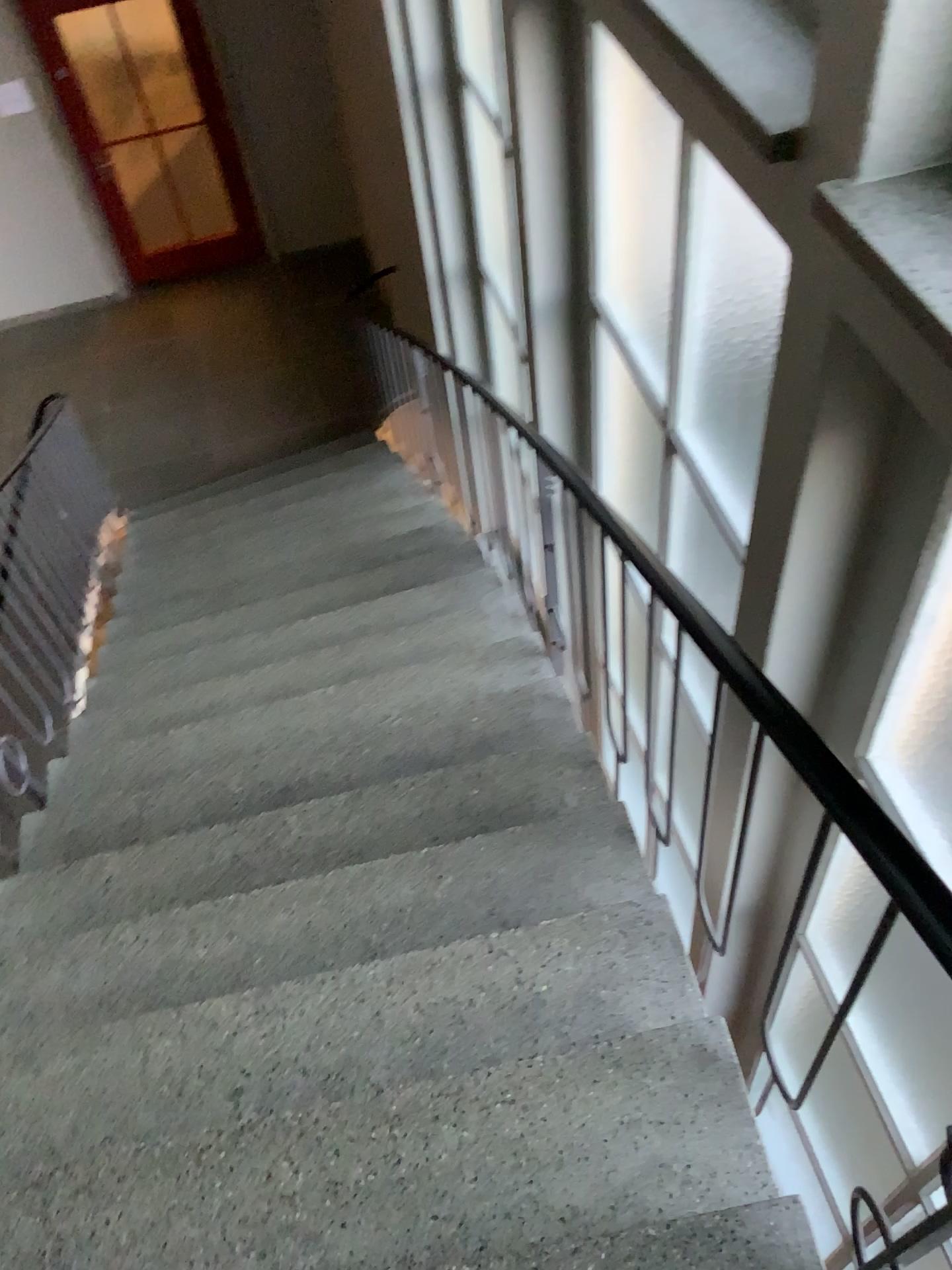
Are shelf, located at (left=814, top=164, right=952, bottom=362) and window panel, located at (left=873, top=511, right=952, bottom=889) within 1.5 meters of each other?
yes

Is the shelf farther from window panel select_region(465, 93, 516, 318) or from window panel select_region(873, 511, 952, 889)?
window panel select_region(465, 93, 516, 318)

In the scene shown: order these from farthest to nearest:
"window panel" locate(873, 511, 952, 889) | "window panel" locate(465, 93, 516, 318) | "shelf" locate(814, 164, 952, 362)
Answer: "window panel" locate(465, 93, 516, 318) → "window panel" locate(873, 511, 952, 889) → "shelf" locate(814, 164, 952, 362)

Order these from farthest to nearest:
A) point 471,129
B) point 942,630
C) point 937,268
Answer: point 471,129
point 942,630
point 937,268

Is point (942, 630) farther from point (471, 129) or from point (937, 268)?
point (471, 129)

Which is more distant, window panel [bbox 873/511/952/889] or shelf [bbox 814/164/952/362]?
window panel [bbox 873/511/952/889]

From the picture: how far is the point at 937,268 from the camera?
1.1 meters

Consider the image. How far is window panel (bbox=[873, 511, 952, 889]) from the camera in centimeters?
179cm

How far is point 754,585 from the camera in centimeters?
182cm

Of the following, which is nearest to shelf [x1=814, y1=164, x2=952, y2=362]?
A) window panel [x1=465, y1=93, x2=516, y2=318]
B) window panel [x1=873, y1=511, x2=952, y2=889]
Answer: window panel [x1=873, y1=511, x2=952, y2=889]
